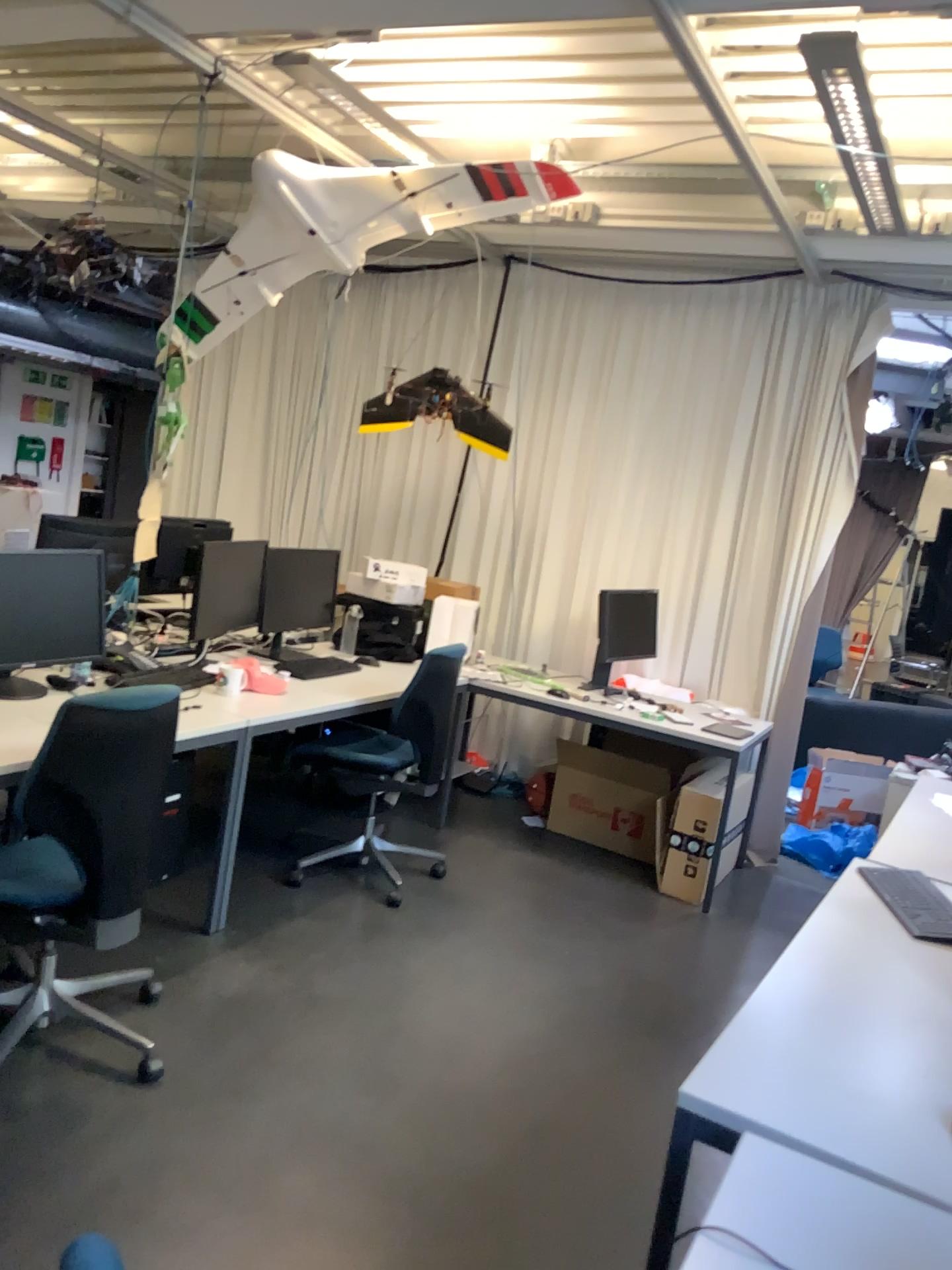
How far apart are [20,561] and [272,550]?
1.36m

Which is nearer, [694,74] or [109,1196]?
[109,1196]

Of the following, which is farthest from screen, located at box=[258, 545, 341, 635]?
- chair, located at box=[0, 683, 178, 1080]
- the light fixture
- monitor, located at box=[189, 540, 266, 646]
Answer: the light fixture

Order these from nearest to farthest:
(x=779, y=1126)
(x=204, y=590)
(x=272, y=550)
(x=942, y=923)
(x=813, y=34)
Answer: (x=779, y=1126), (x=942, y=923), (x=813, y=34), (x=204, y=590), (x=272, y=550)

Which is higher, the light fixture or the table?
the light fixture

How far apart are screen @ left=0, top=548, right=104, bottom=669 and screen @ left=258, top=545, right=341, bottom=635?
1.0 meters

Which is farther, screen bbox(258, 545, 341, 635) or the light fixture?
screen bbox(258, 545, 341, 635)

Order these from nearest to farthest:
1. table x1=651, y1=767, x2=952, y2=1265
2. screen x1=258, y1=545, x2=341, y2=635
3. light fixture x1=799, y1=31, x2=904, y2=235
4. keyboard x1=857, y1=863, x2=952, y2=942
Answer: table x1=651, y1=767, x2=952, y2=1265
keyboard x1=857, y1=863, x2=952, y2=942
light fixture x1=799, y1=31, x2=904, y2=235
screen x1=258, y1=545, x2=341, y2=635

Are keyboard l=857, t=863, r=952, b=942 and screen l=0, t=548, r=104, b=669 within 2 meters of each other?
no

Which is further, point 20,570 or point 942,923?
point 20,570
